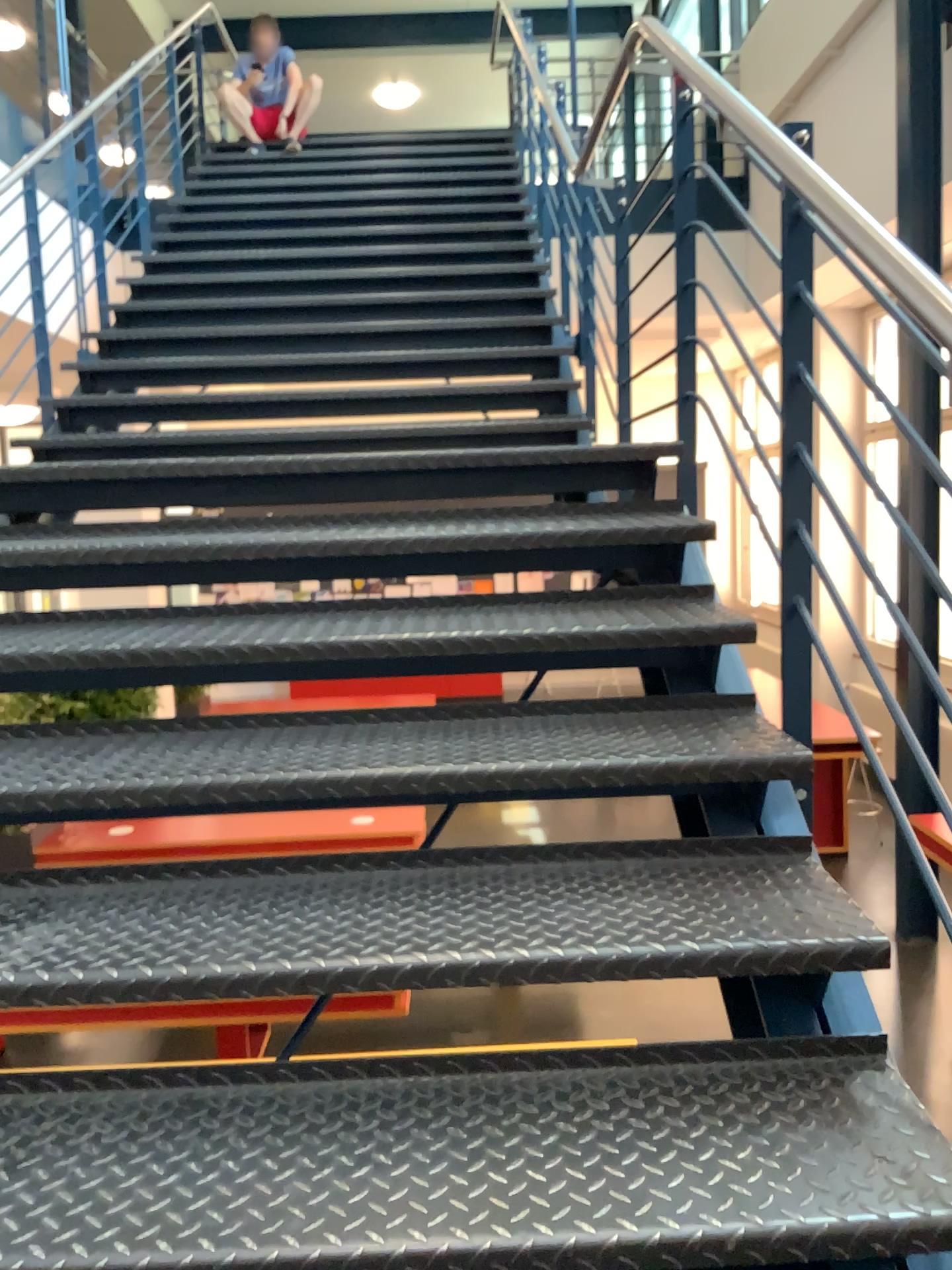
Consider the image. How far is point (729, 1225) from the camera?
1.10m

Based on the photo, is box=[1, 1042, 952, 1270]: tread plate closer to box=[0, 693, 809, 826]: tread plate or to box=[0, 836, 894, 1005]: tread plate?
box=[0, 836, 894, 1005]: tread plate

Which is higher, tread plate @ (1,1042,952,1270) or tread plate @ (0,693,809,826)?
tread plate @ (0,693,809,826)

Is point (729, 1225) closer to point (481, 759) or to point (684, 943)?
point (684, 943)

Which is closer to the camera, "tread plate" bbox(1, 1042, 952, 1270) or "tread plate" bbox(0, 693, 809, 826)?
"tread plate" bbox(1, 1042, 952, 1270)

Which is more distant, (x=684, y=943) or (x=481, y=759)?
(x=481, y=759)

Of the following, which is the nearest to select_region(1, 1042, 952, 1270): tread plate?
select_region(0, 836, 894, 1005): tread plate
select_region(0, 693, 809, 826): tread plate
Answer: select_region(0, 836, 894, 1005): tread plate

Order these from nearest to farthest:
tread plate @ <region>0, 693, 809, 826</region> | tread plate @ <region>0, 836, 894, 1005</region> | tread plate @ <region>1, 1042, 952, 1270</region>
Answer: tread plate @ <region>1, 1042, 952, 1270</region> → tread plate @ <region>0, 836, 894, 1005</region> → tread plate @ <region>0, 693, 809, 826</region>

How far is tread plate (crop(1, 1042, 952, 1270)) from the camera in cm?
110

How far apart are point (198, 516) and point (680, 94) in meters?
1.6
